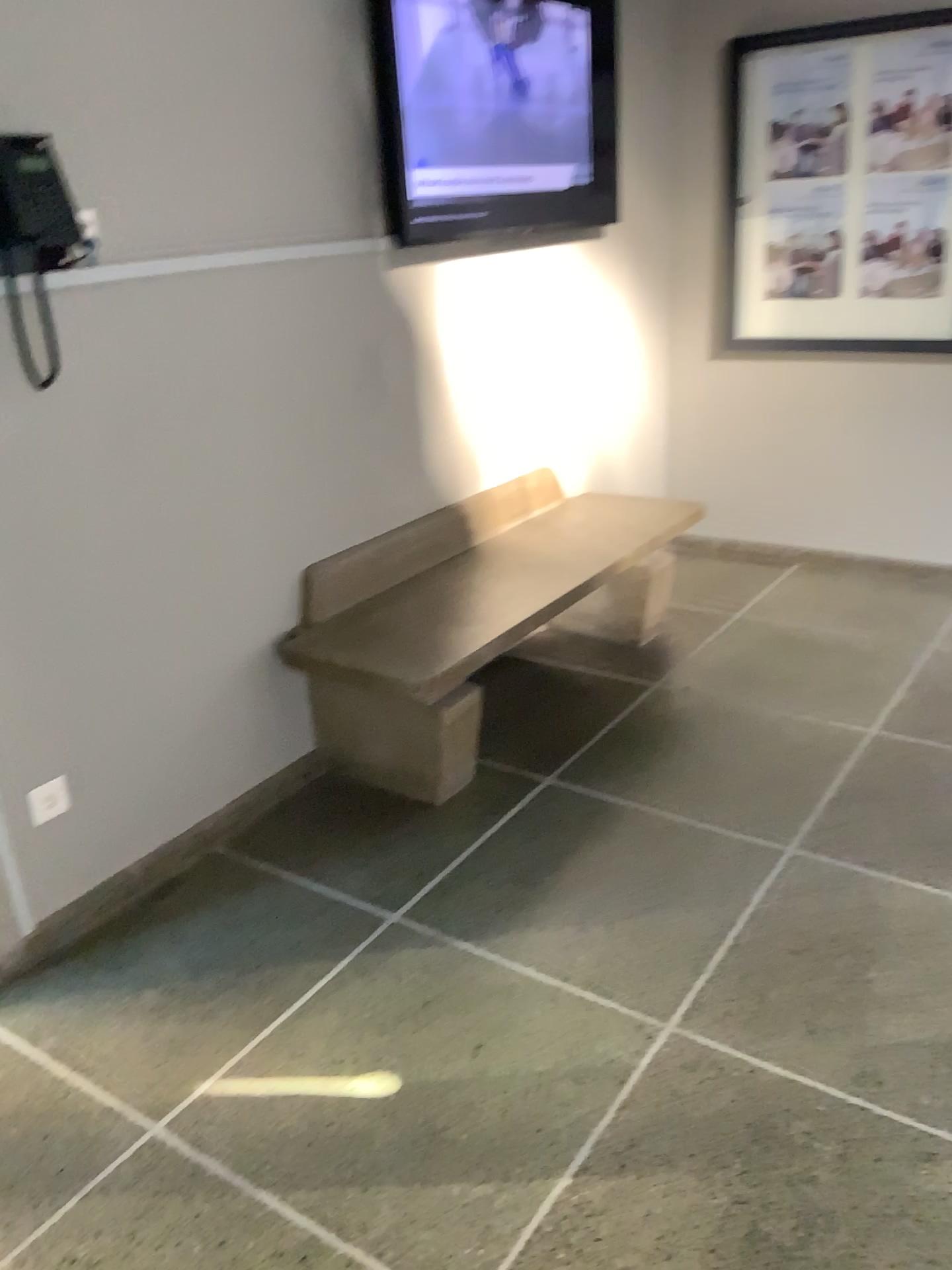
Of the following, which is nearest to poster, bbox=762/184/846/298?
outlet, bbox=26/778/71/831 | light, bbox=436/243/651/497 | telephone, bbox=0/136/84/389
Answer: light, bbox=436/243/651/497

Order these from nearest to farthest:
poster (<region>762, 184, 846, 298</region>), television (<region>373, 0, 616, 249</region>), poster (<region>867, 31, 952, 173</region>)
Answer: television (<region>373, 0, 616, 249</region>) → poster (<region>867, 31, 952, 173</region>) → poster (<region>762, 184, 846, 298</region>)

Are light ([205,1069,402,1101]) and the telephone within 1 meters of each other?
no

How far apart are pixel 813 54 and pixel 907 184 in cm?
57

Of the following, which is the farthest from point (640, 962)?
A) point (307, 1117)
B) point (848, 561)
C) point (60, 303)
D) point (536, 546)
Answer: point (848, 561)

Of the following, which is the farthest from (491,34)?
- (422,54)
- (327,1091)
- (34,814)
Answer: (327,1091)

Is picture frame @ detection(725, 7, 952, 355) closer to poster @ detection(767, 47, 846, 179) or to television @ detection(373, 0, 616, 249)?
poster @ detection(767, 47, 846, 179)

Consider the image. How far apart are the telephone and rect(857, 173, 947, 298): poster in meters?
2.9

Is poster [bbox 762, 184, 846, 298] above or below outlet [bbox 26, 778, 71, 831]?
above

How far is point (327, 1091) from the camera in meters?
2.0 m
